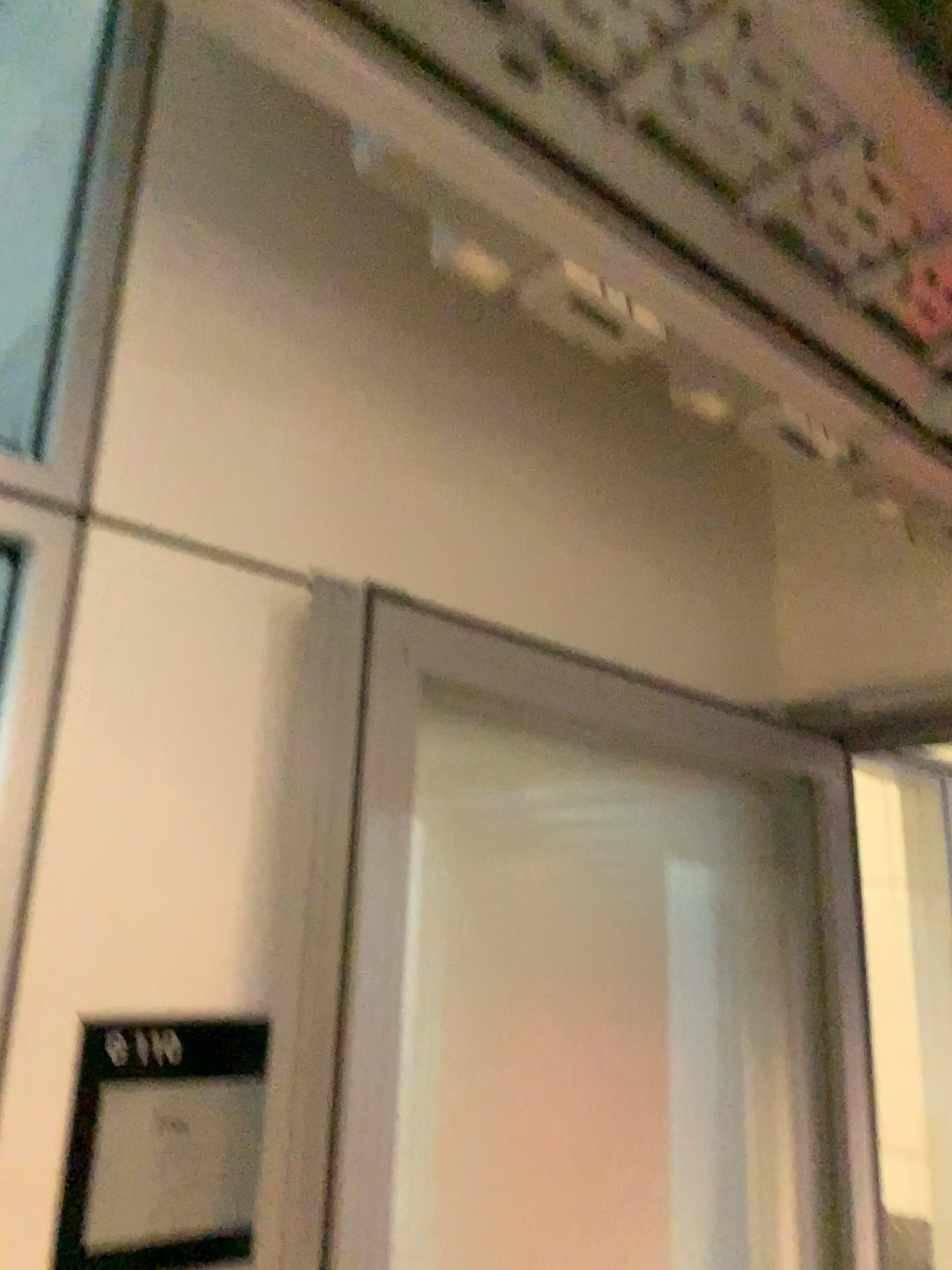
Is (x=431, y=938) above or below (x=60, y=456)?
below

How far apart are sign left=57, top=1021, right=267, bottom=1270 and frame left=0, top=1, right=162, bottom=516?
0.5m

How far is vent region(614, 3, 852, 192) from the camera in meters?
0.7 m

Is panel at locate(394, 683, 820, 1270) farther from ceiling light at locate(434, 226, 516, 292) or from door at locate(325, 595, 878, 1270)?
ceiling light at locate(434, 226, 516, 292)

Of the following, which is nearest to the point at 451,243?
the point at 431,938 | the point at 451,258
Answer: the point at 451,258

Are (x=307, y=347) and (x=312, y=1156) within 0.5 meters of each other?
no

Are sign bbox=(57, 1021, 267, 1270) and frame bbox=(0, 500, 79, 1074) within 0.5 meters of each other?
yes

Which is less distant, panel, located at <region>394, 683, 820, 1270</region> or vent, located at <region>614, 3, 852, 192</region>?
vent, located at <region>614, 3, 852, 192</region>

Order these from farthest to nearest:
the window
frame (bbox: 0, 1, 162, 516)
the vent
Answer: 1. the window
2. frame (bbox: 0, 1, 162, 516)
3. the vent

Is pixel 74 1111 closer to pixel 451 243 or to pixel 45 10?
pixel 451 243
